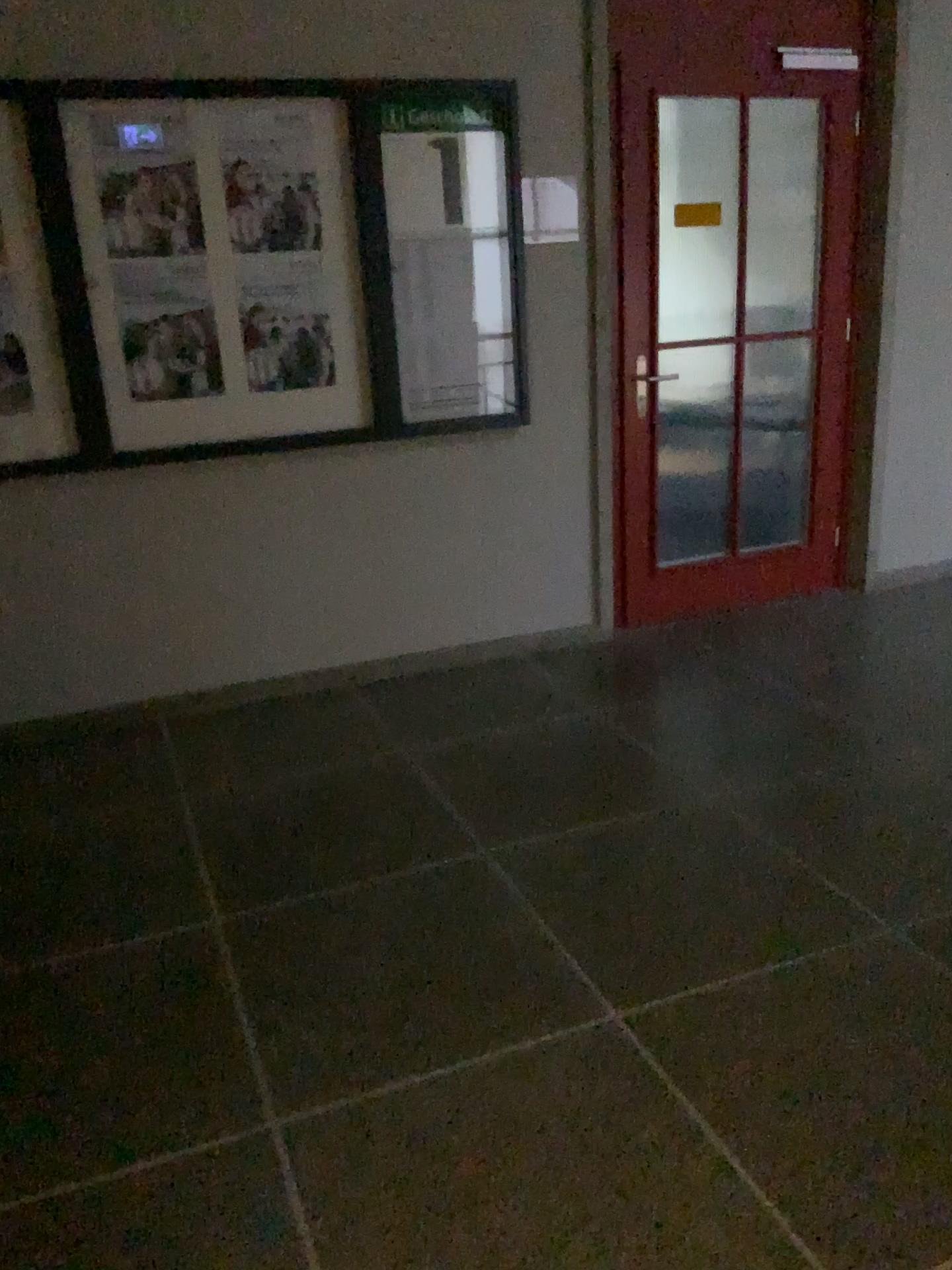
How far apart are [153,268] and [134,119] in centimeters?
43cm

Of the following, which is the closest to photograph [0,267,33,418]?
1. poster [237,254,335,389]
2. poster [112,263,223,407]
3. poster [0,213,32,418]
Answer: poster [0,213,32,418]

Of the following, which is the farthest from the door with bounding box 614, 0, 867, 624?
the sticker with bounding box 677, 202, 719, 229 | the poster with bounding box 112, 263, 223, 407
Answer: the poster with bounding box 112, 263, 223, 407

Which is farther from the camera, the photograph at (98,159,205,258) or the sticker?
the sticker

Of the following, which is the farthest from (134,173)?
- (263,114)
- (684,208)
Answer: (684,208)

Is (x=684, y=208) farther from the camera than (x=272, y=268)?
Yes

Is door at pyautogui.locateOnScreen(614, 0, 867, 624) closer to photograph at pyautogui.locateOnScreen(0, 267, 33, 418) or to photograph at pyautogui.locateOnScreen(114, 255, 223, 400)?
photograph at pyautogui.locateOnScreen(114, 255, 223, 400)

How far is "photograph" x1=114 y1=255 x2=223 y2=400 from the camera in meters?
3.3 m

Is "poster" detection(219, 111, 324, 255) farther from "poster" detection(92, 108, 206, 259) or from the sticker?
the sticker

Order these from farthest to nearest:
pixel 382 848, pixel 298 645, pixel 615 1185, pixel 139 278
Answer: pixel 298 645
pixel 139 278
pixel 382 848
pixel 615 1185
